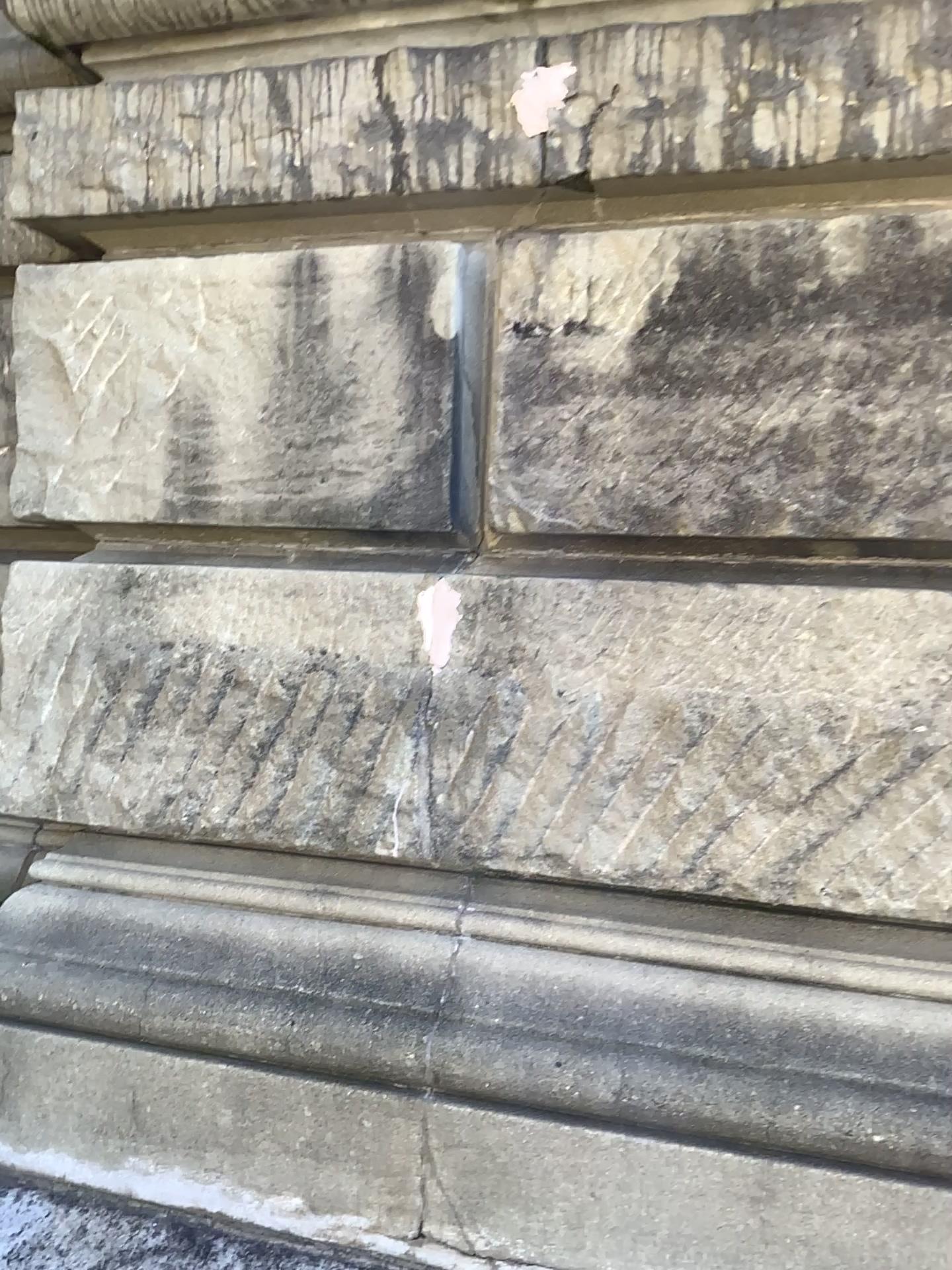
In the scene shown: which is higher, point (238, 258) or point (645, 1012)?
point (238, 258)
